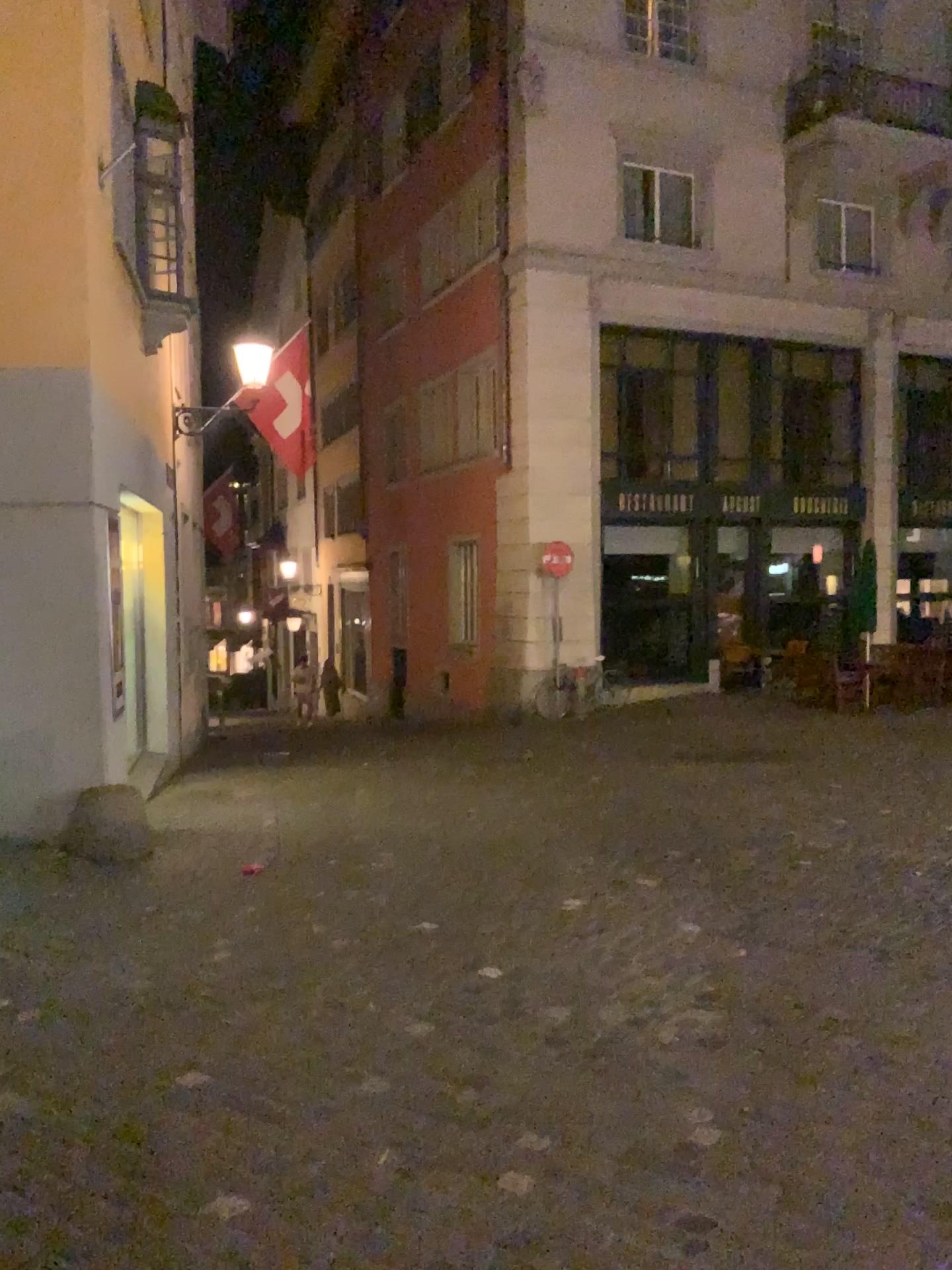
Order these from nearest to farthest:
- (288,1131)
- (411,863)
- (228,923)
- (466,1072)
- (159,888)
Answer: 1. (288,1131)
2. (466,1072)
3. (228,923)
4. (159,888)
5. (411,863)
